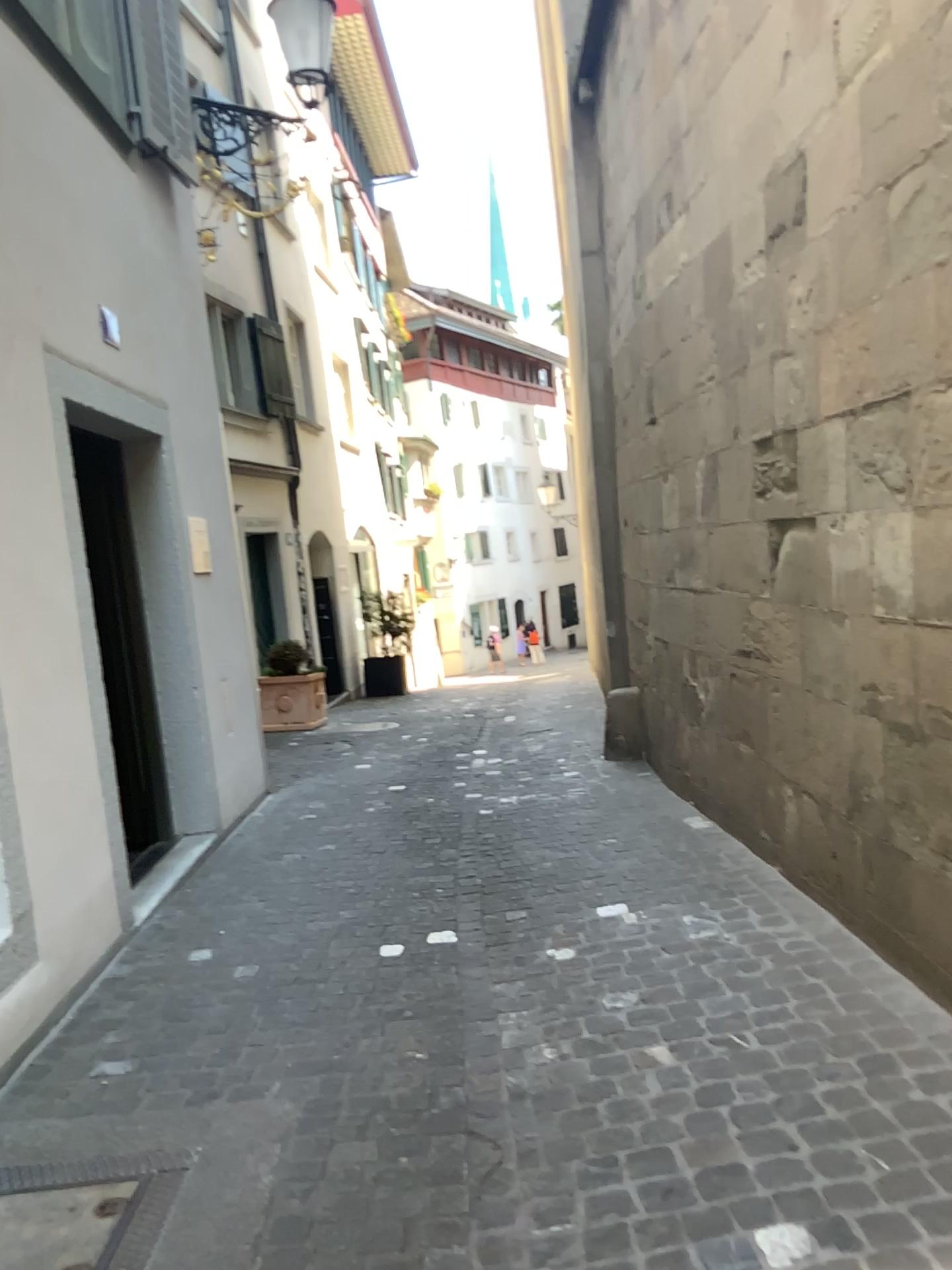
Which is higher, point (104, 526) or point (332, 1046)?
point (104, 526)
